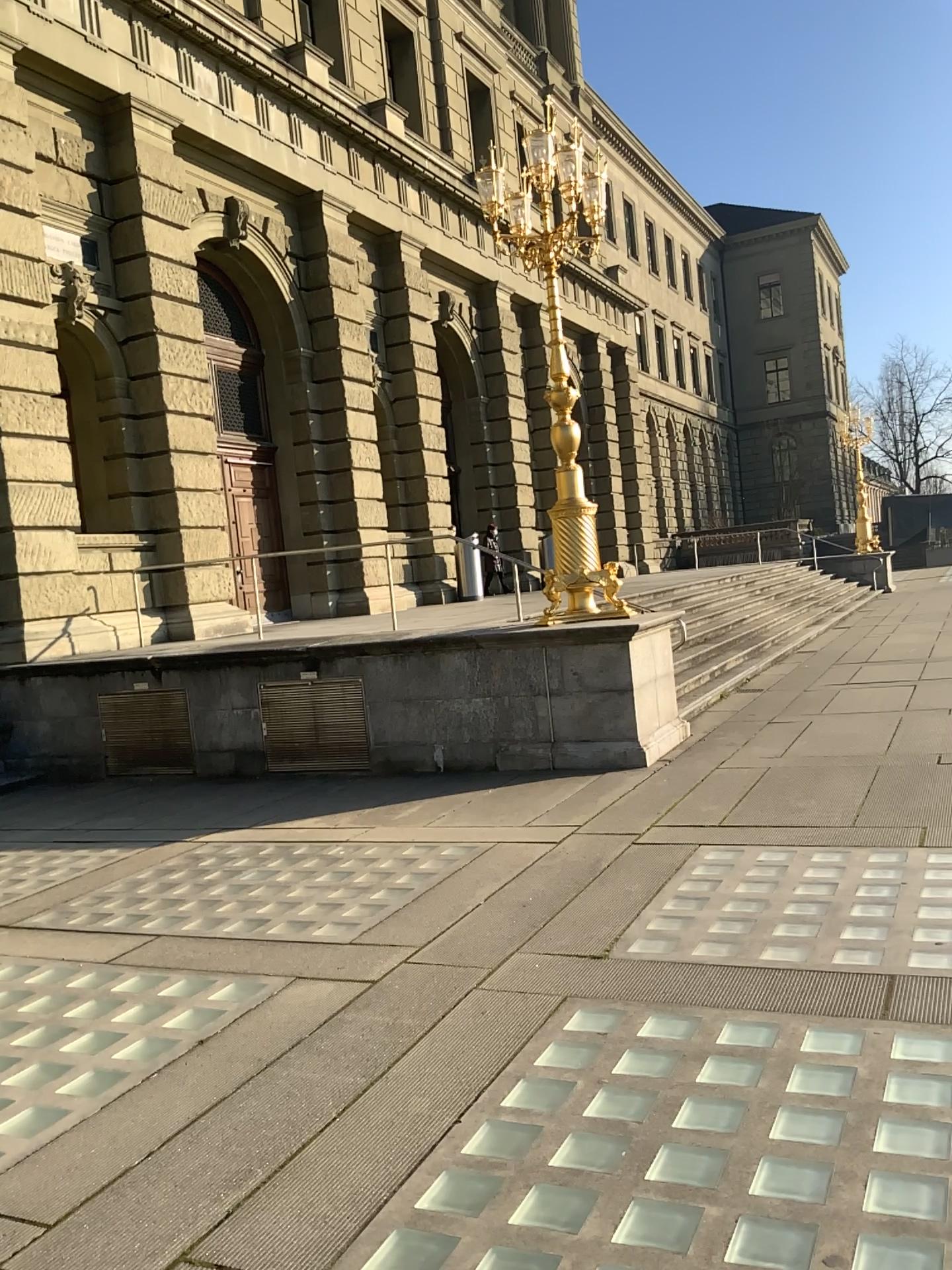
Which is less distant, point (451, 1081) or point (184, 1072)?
point (451, 1081)
